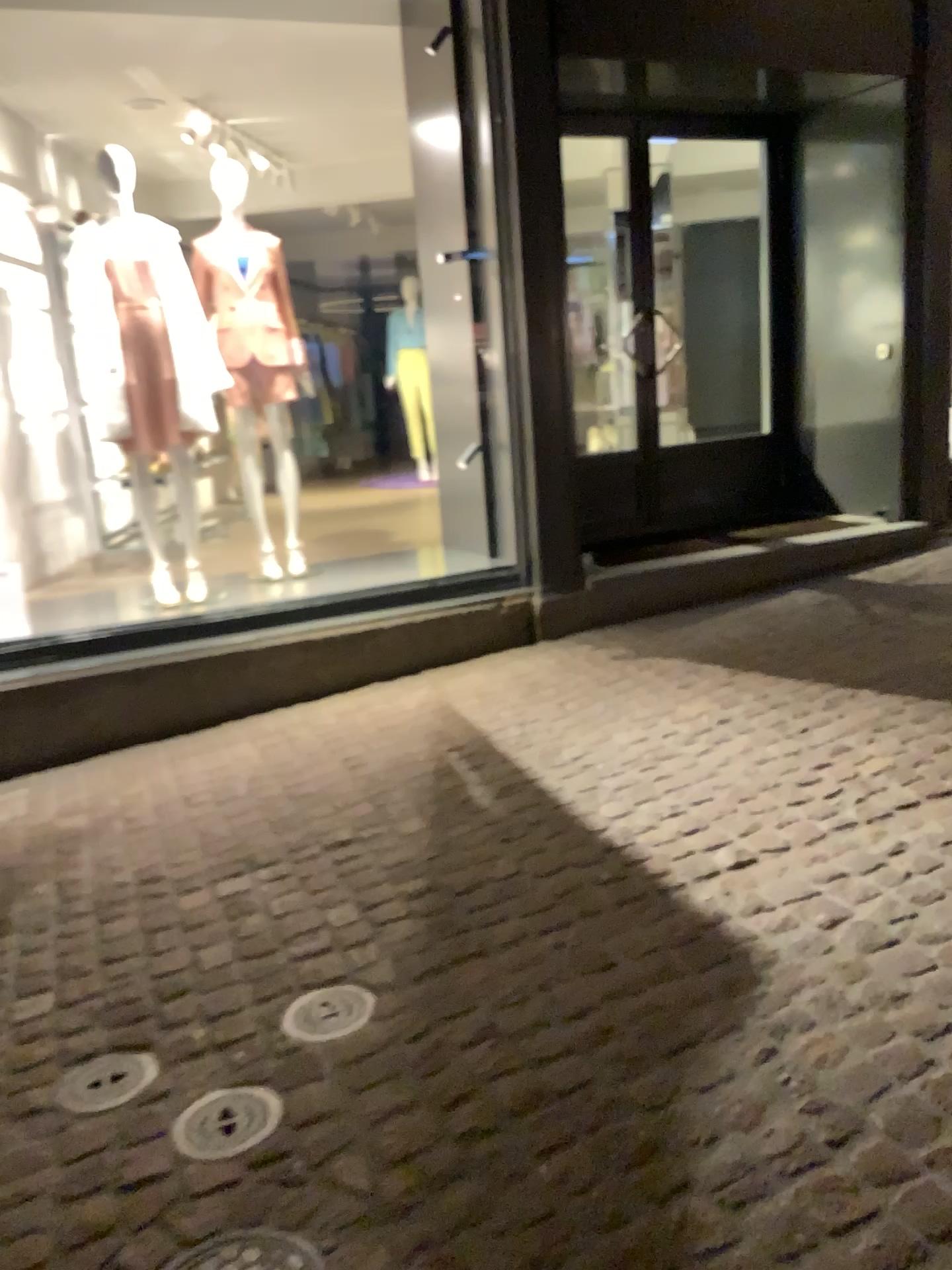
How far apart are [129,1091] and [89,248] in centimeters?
346cm

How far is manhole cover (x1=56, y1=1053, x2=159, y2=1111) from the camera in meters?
2.2 m

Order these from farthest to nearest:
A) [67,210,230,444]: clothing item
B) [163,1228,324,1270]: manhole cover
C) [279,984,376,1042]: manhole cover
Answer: [67,210,230,444]: clothing item, [279,984,376,1042]: manhole cover, [163,1228,324,1270]: manhole cover

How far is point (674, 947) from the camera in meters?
2.4 m

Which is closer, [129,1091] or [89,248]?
[129,1091]

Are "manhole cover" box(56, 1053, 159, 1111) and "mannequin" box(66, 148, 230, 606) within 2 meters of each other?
no

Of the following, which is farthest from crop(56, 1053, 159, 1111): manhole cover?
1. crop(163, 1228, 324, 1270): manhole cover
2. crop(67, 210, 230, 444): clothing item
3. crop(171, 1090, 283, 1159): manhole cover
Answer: crop(67, 210, 230, 444): clothing item

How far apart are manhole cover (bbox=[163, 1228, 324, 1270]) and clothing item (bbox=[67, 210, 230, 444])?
3.4m

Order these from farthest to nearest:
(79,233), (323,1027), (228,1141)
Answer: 1. (79,233)
2. (323,1027)
3. (228,1141)

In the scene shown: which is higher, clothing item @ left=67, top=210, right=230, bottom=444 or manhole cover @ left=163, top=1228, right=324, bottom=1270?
clothing item @ left=67, top=210, right=230, bottom=444
